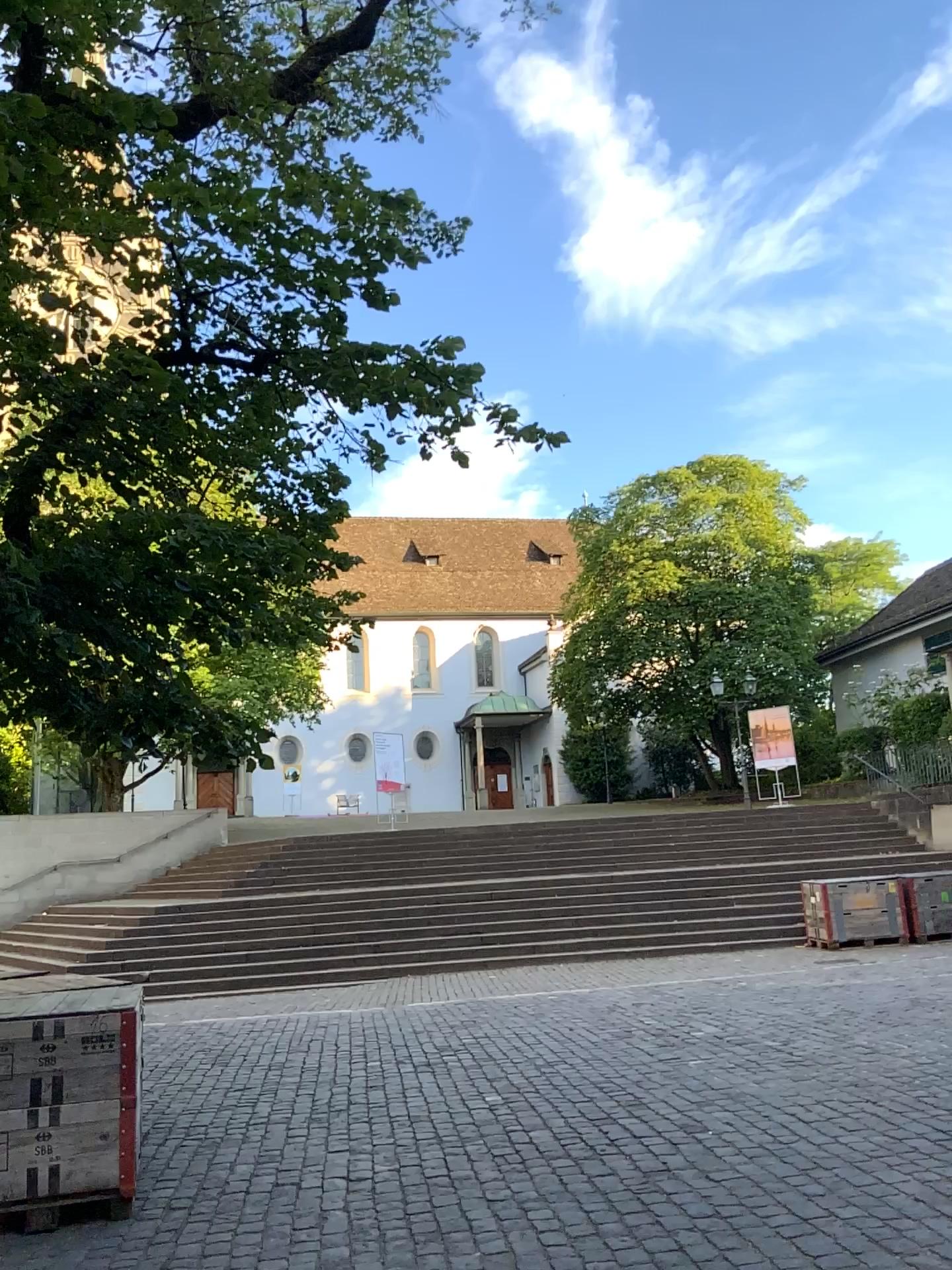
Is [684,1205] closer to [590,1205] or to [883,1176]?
[590,1205]
